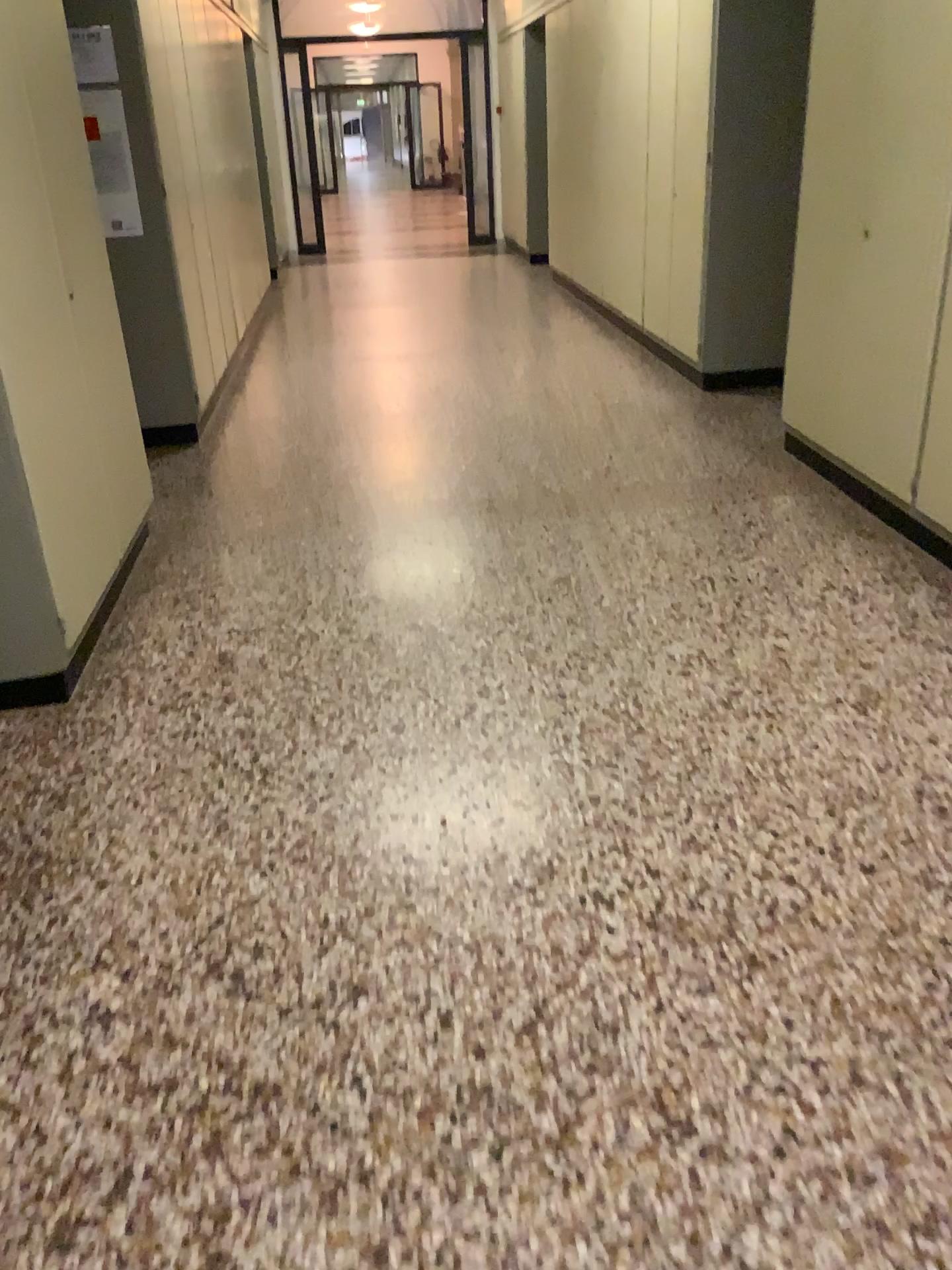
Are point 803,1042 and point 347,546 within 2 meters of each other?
no

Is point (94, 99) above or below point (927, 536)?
above

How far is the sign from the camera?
3.3 meters

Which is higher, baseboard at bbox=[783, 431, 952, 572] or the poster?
the poster

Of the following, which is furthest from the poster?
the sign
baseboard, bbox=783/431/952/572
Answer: baseboard, bbox=783/431/952/572

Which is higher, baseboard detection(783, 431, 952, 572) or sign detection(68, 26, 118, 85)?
sign detection(68, 26, 118, 85)

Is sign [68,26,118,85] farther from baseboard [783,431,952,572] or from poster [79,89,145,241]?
baseboard [783,431,952,572]

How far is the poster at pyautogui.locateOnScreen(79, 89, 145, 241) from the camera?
3.39m

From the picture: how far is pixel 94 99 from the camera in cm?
339

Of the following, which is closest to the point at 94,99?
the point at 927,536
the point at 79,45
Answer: the point at 79,45
